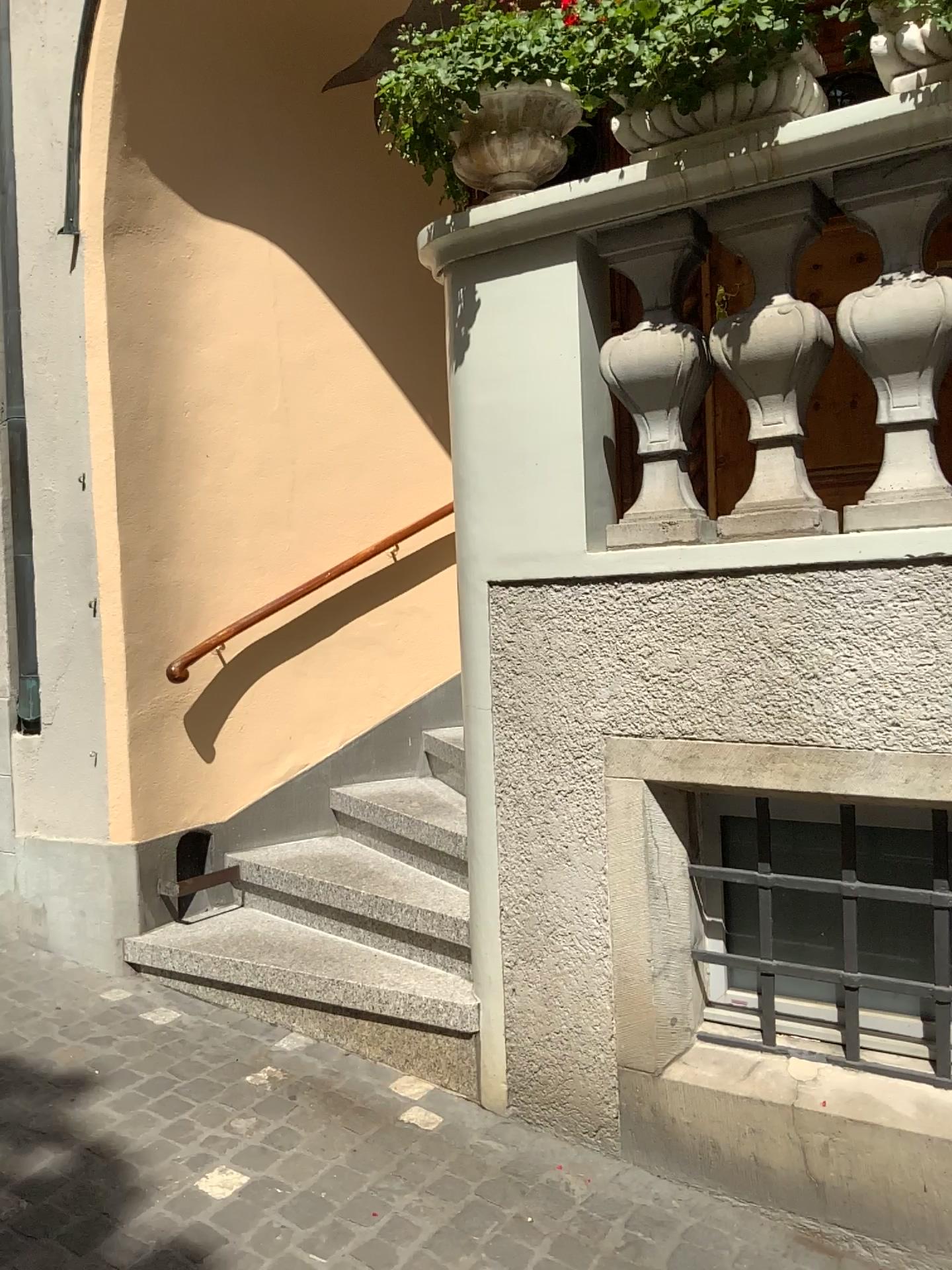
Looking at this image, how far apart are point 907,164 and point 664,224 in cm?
54

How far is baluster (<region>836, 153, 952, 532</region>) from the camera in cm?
217

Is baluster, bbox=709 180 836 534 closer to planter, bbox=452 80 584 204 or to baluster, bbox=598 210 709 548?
baluster, bbox=598 210 709 548

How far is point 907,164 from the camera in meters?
2.2

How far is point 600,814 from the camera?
2.6 meters

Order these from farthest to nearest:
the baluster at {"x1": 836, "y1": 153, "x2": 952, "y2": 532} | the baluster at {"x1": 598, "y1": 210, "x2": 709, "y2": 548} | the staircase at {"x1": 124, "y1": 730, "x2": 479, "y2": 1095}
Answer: the staircase at {"x1": 124, "y1": 730, "x2": 479, "y2": 1095}
the baluster at {"x1": 598, "y1": 210, "x2": 709, "y2": 548}
the baluster at {"x1": 836, "y1": 153, "x2": 952, "y2": 532}

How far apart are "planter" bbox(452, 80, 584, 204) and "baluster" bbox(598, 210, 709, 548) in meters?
0.3 m

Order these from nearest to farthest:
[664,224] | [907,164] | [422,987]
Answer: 1. [907,164]
2. [664,224]
3. [422,987]

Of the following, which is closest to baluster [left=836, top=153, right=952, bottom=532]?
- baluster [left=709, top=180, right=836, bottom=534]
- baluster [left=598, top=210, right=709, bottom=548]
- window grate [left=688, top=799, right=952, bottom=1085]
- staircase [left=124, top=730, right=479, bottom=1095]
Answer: baluster [left=709, top=180, right=836, bottom=534]

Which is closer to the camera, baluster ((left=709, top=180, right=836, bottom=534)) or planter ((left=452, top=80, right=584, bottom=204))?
baluster ((left=709, top=180, right=836, bottom=534))
